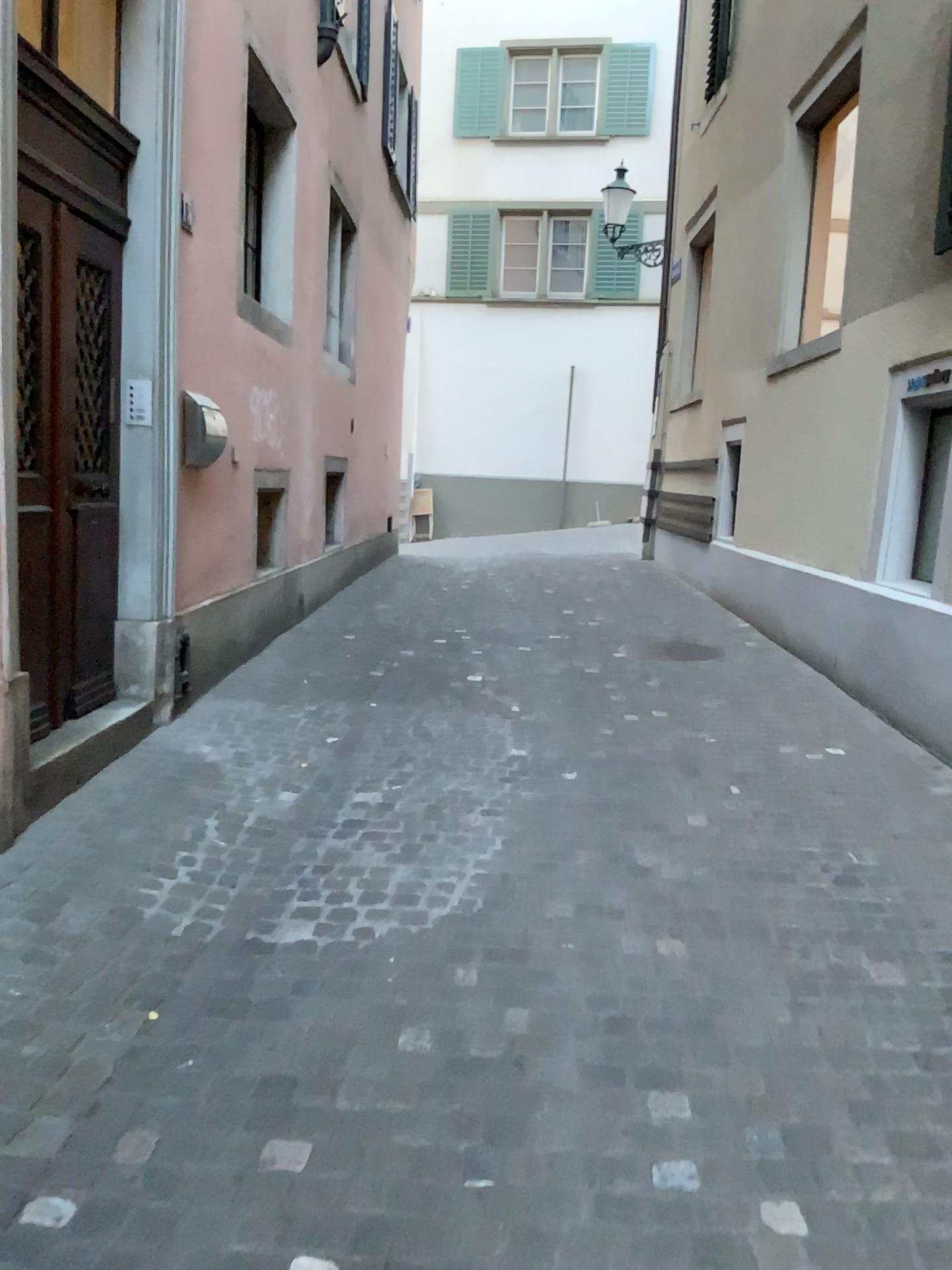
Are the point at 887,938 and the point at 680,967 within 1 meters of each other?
yes
